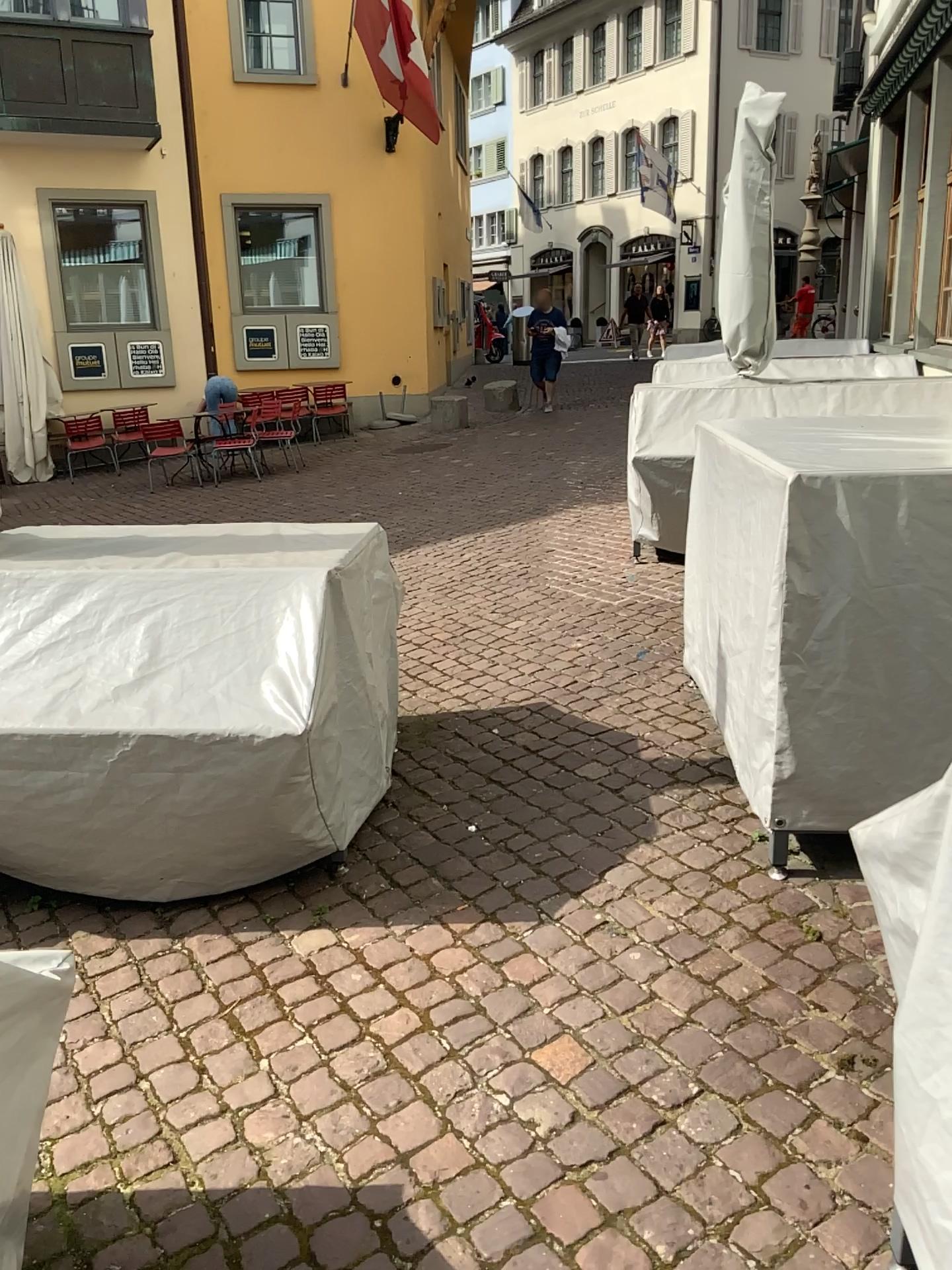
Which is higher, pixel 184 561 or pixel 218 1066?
pixel 184 561
